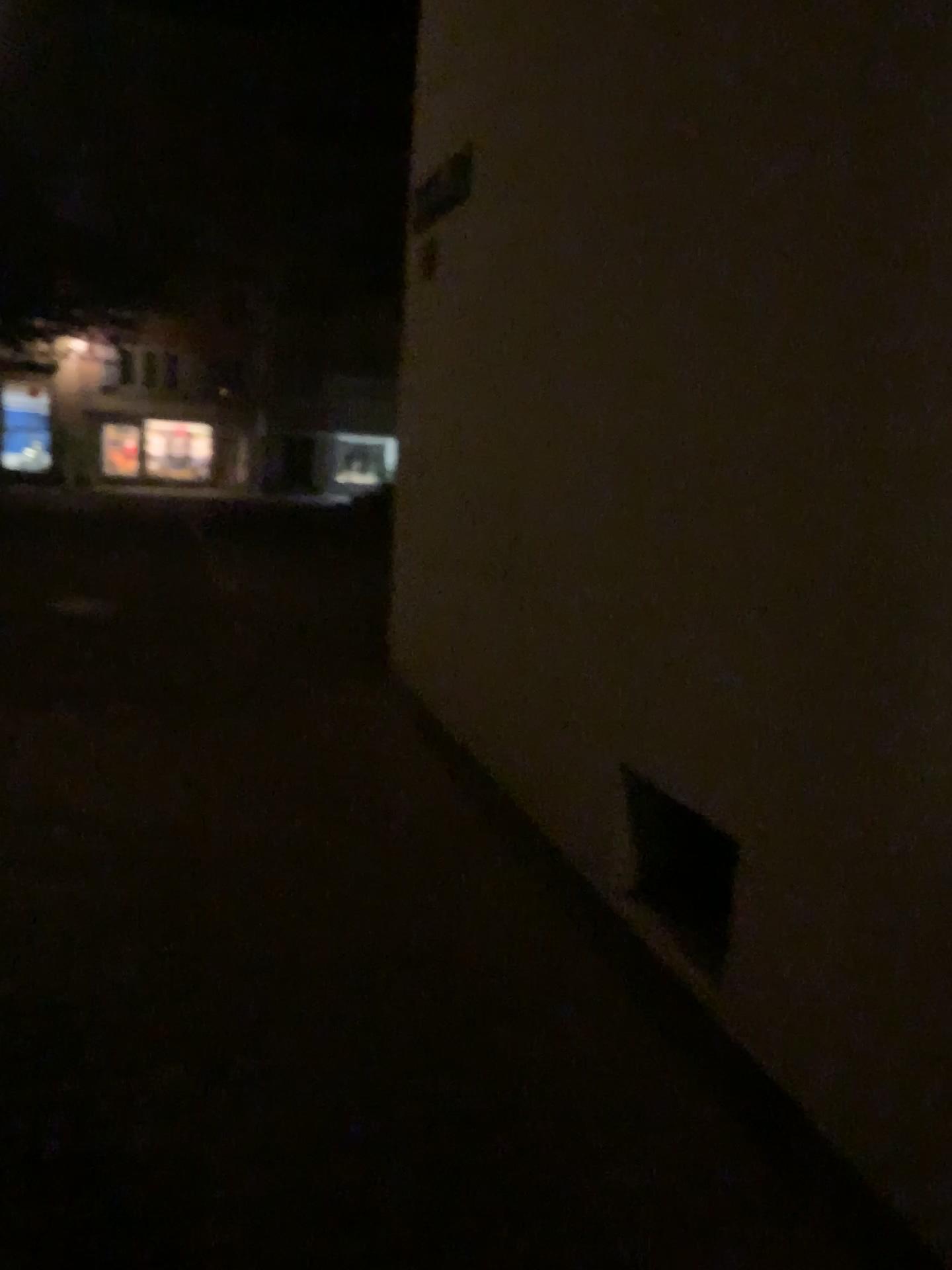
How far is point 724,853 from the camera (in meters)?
2.70

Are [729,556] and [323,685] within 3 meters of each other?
no

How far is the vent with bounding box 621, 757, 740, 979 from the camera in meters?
2.7 m
